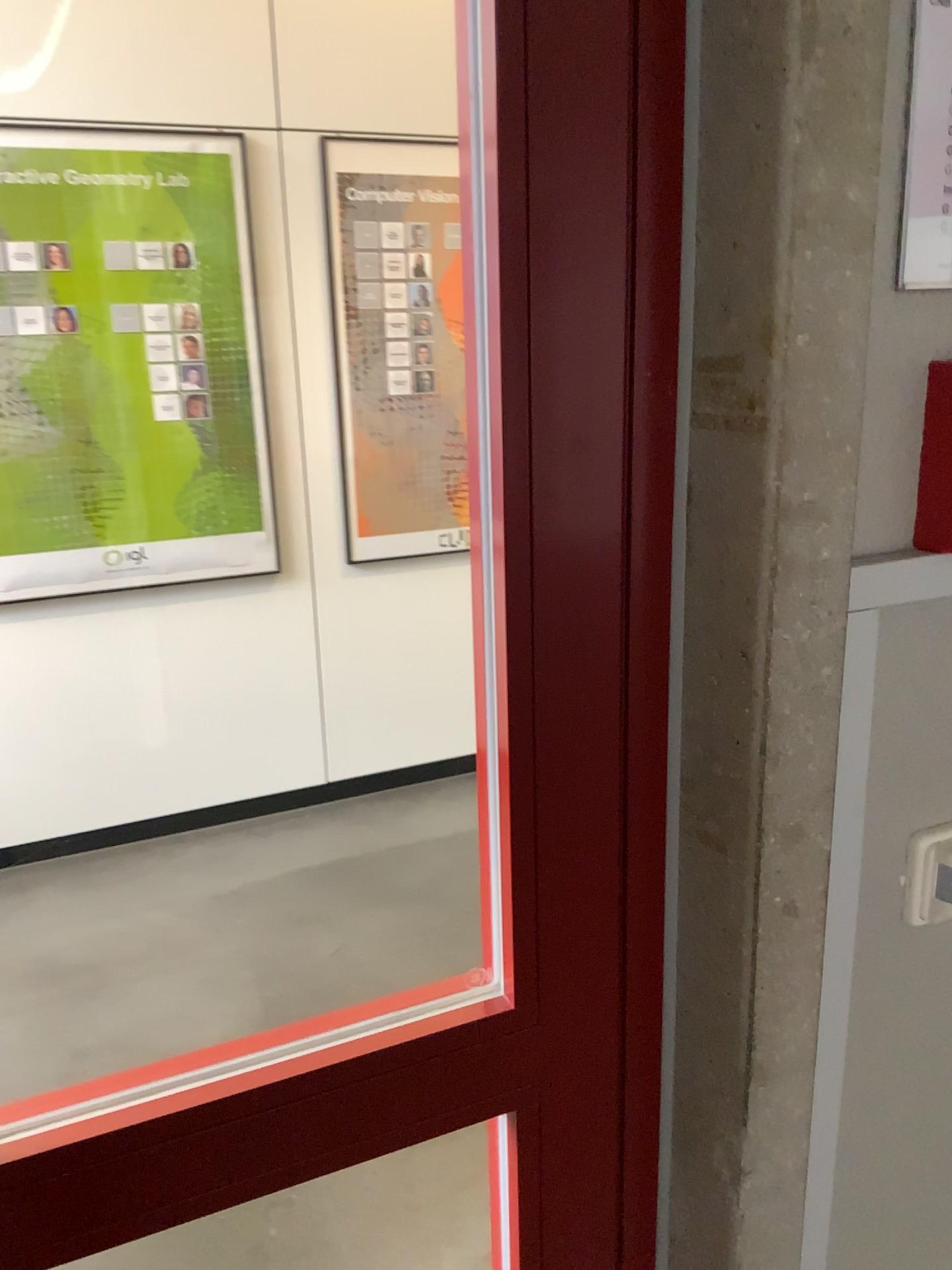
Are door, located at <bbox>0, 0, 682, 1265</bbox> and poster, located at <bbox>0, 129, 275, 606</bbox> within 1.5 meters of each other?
no

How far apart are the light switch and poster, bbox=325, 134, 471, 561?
2.7m

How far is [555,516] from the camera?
0.7 meters

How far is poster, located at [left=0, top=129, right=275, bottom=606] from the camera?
2.9m

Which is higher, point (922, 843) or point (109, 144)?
point (109, 144)

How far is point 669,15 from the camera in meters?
0.7 m

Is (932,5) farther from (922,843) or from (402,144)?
(402,144)

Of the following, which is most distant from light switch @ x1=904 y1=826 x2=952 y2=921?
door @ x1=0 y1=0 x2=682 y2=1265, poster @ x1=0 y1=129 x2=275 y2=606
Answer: poster @ x1=0 y1=129 x2=275 y2=606

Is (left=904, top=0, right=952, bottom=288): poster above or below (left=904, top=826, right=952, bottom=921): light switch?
above

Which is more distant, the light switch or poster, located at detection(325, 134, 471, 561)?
poster, located at detection(325, 134, 471, 561)
